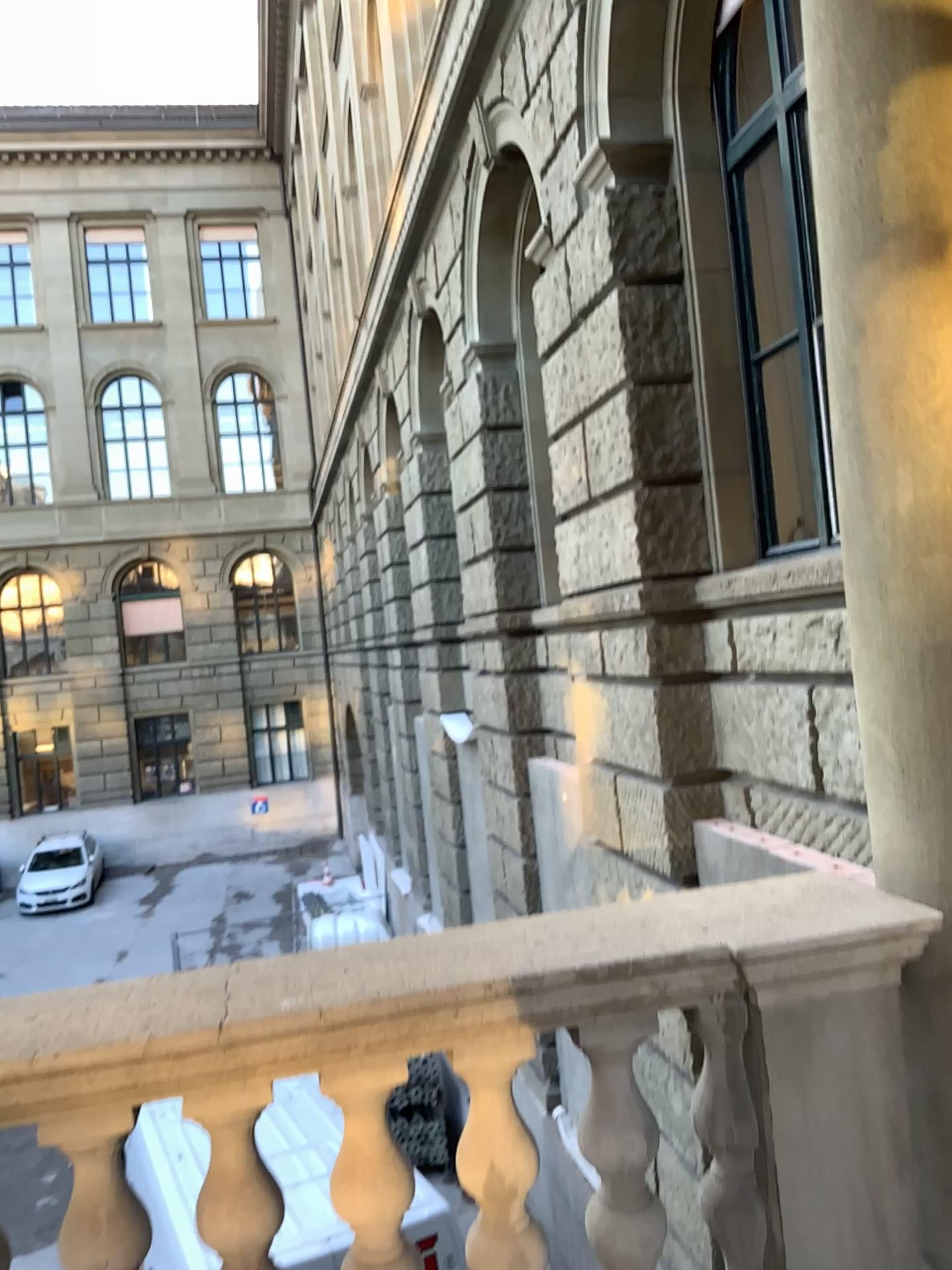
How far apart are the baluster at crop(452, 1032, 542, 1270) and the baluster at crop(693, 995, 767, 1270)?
0.3m

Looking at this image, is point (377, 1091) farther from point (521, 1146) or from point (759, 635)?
point (759, 635)

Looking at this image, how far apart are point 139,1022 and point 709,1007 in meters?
1.0

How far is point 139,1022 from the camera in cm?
169

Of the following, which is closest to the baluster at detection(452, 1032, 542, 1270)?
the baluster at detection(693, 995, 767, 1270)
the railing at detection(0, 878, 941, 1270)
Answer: the railing at detection(0, 878, 941, 1270)

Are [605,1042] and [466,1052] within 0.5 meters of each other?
yes

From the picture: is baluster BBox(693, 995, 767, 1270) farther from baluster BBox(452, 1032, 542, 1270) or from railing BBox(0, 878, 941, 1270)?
baluster BBox(452, 1032, 542, 1270)

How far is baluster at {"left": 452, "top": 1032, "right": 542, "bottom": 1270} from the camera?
1.8 meters
